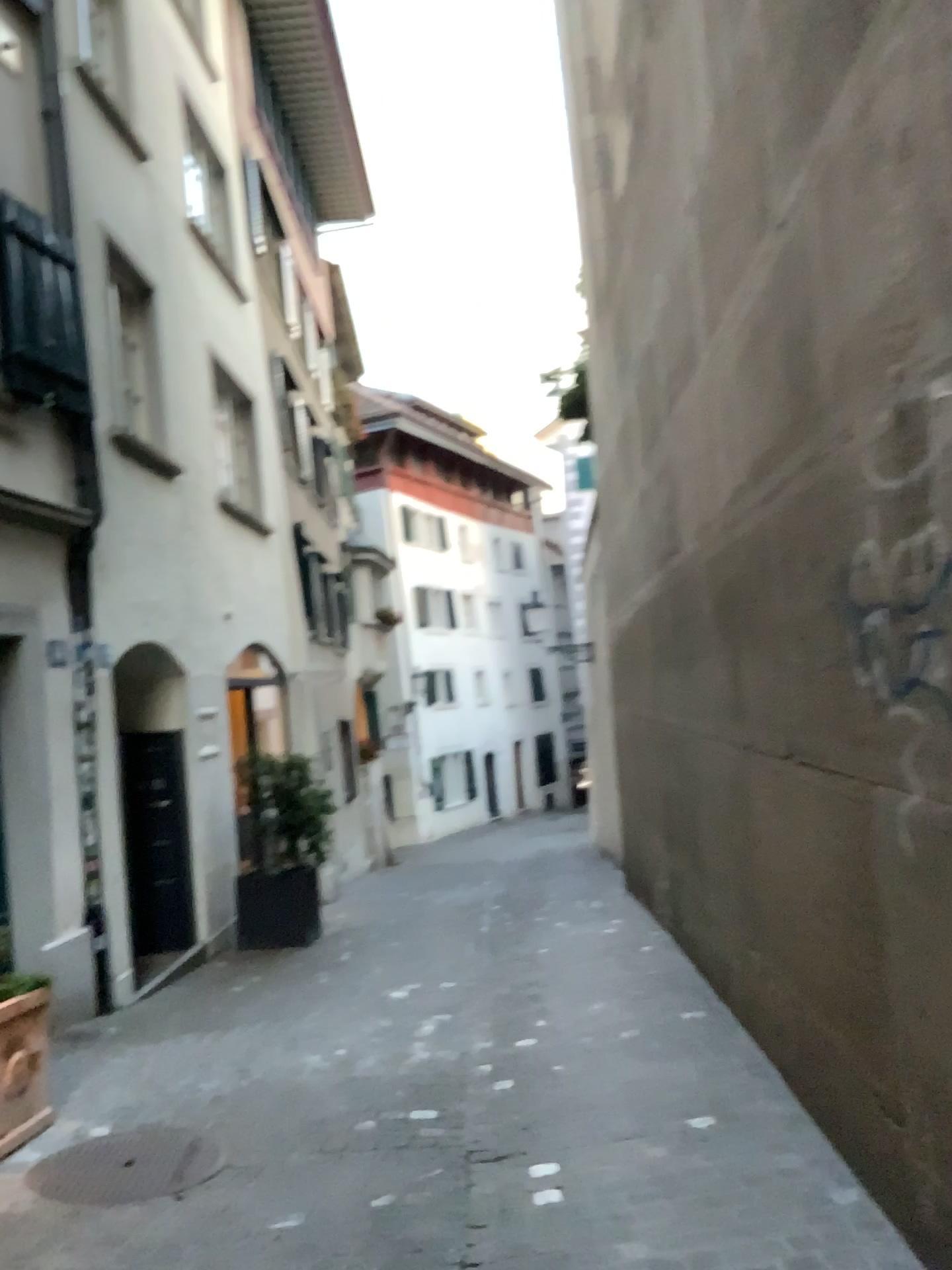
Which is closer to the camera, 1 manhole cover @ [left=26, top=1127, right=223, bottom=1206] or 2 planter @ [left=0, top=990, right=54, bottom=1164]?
1 manhole cover @ [left=26, top=1127, right=223, bottom=1206]

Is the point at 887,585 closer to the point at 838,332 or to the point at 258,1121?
the point at 838,332

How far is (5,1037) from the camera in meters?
4.0

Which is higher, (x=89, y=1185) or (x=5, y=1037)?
→ (x=5, y=1037)

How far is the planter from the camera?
4.0m

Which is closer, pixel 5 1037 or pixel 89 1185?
pixel 89 1185
